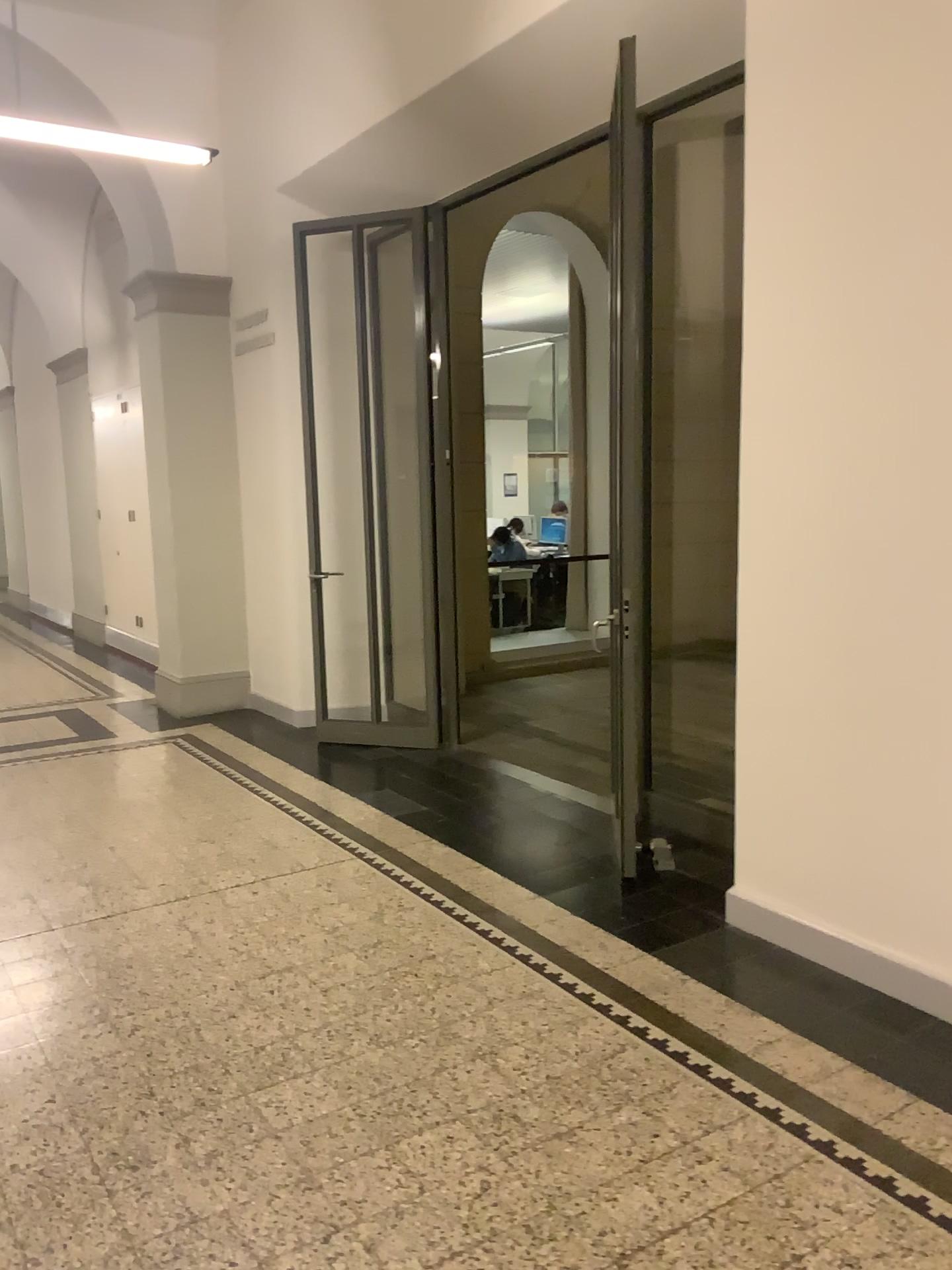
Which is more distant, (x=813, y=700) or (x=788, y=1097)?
(x=813, y=700)
